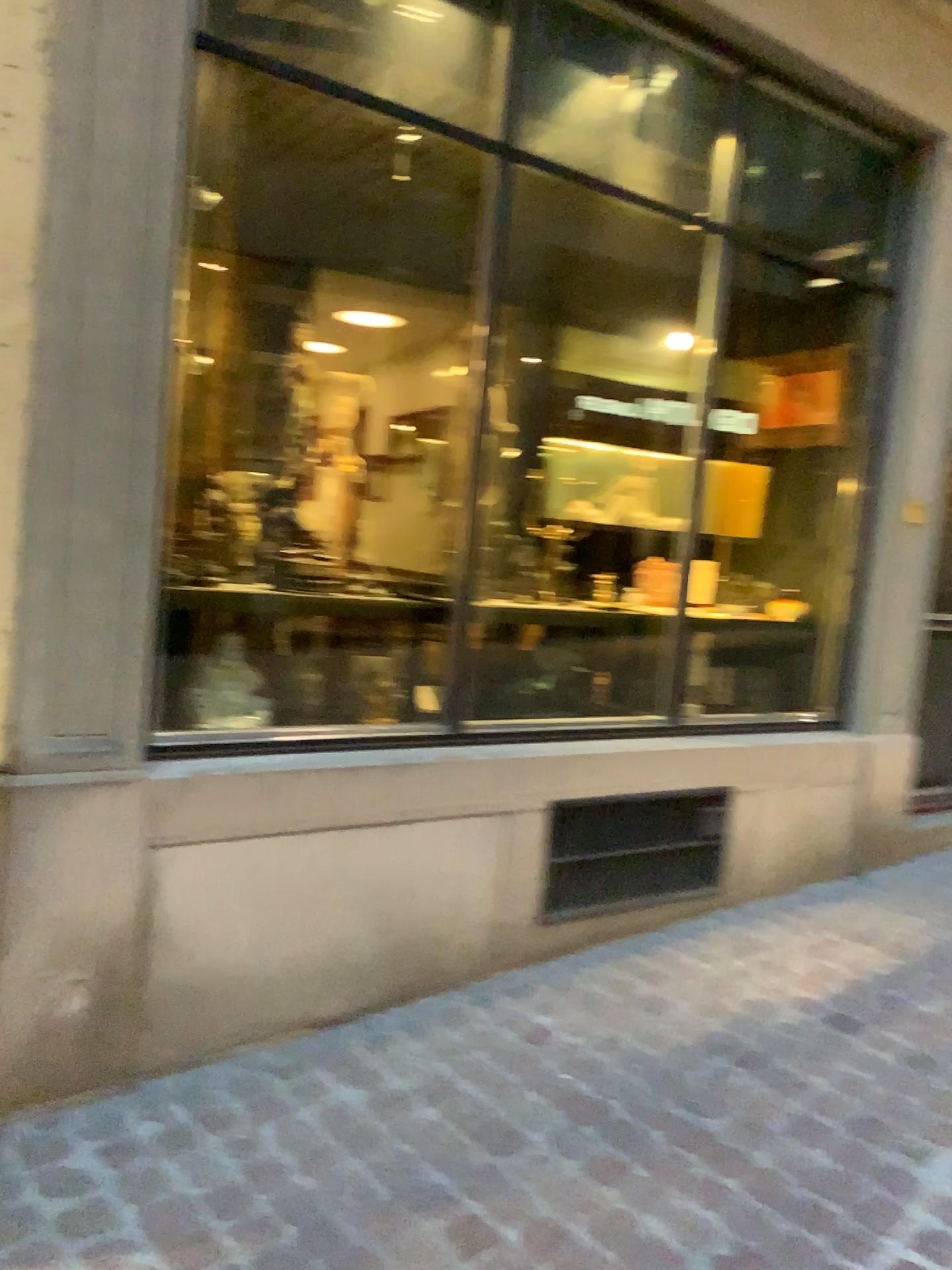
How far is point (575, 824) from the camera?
2.7 meters

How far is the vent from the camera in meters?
2.7

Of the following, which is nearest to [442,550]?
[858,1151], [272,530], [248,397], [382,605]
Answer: [382,605]
